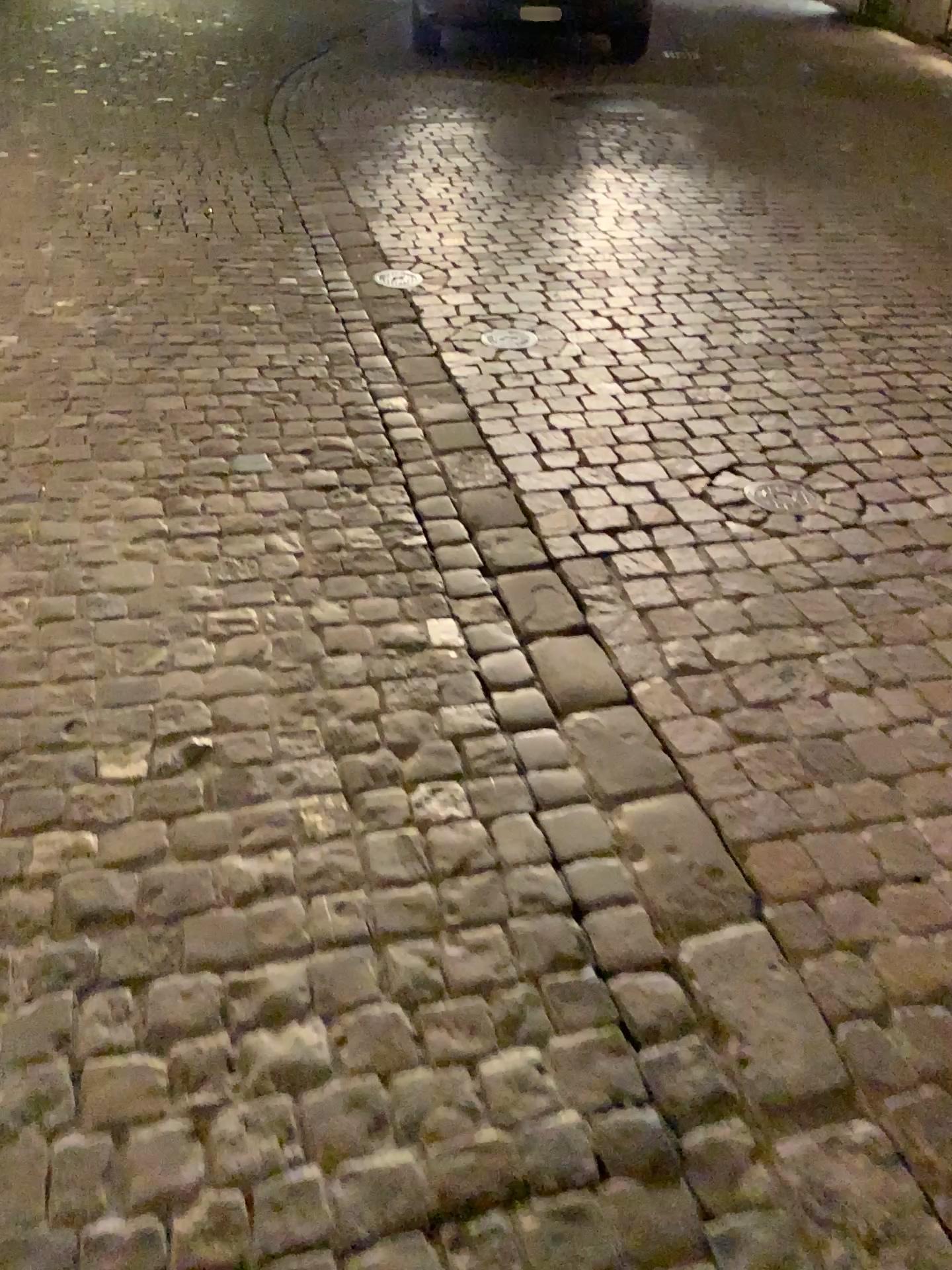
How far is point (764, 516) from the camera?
2.6 meters

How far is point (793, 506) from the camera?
2.6m

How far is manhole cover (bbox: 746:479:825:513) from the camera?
2.60m

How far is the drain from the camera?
2.6 meters

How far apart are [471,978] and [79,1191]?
0.5 meters
